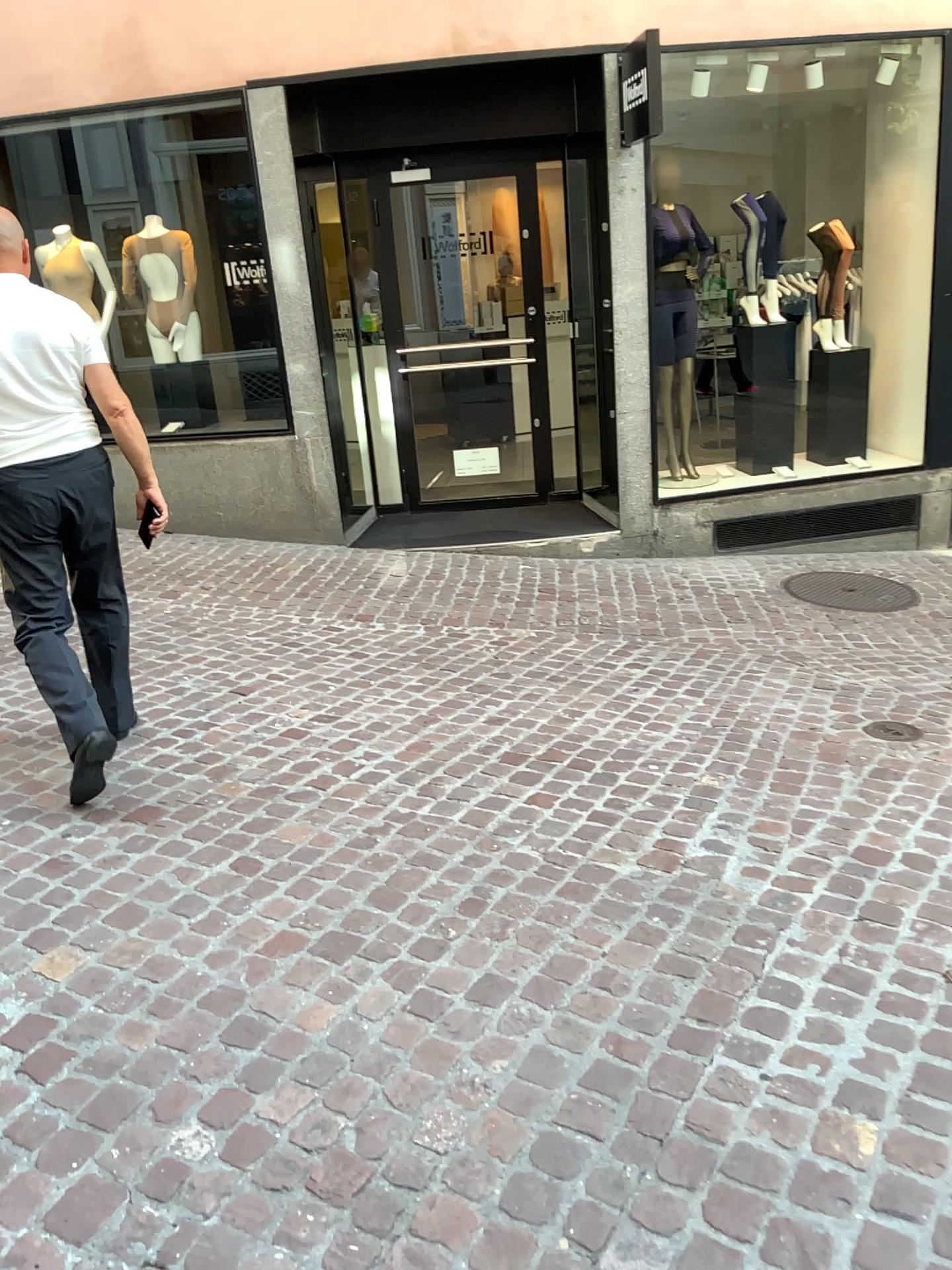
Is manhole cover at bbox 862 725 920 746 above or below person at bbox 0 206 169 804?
below

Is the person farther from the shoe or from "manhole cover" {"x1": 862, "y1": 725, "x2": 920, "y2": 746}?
"manhole cover" {"x1": 862, "y1": 725, "x2": 920, "y2": 746}

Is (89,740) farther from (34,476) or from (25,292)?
(25,292)

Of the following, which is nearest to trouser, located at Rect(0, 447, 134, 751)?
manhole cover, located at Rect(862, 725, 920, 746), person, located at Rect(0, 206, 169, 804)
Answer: person, located at Rect(0, 206, 169, 804)

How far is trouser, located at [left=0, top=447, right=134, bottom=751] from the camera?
3.00m

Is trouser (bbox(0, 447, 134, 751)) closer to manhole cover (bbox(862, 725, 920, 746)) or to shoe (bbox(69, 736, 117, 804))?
shoe (bbox(69, 736, 117, 804))

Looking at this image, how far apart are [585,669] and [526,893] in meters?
1.8

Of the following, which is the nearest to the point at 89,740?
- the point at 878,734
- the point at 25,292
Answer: the point at 25,292

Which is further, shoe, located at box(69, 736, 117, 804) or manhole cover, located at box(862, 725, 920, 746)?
manhole cover, located at box(862, 725, 920, 746)

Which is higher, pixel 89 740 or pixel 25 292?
pixel 25 292
